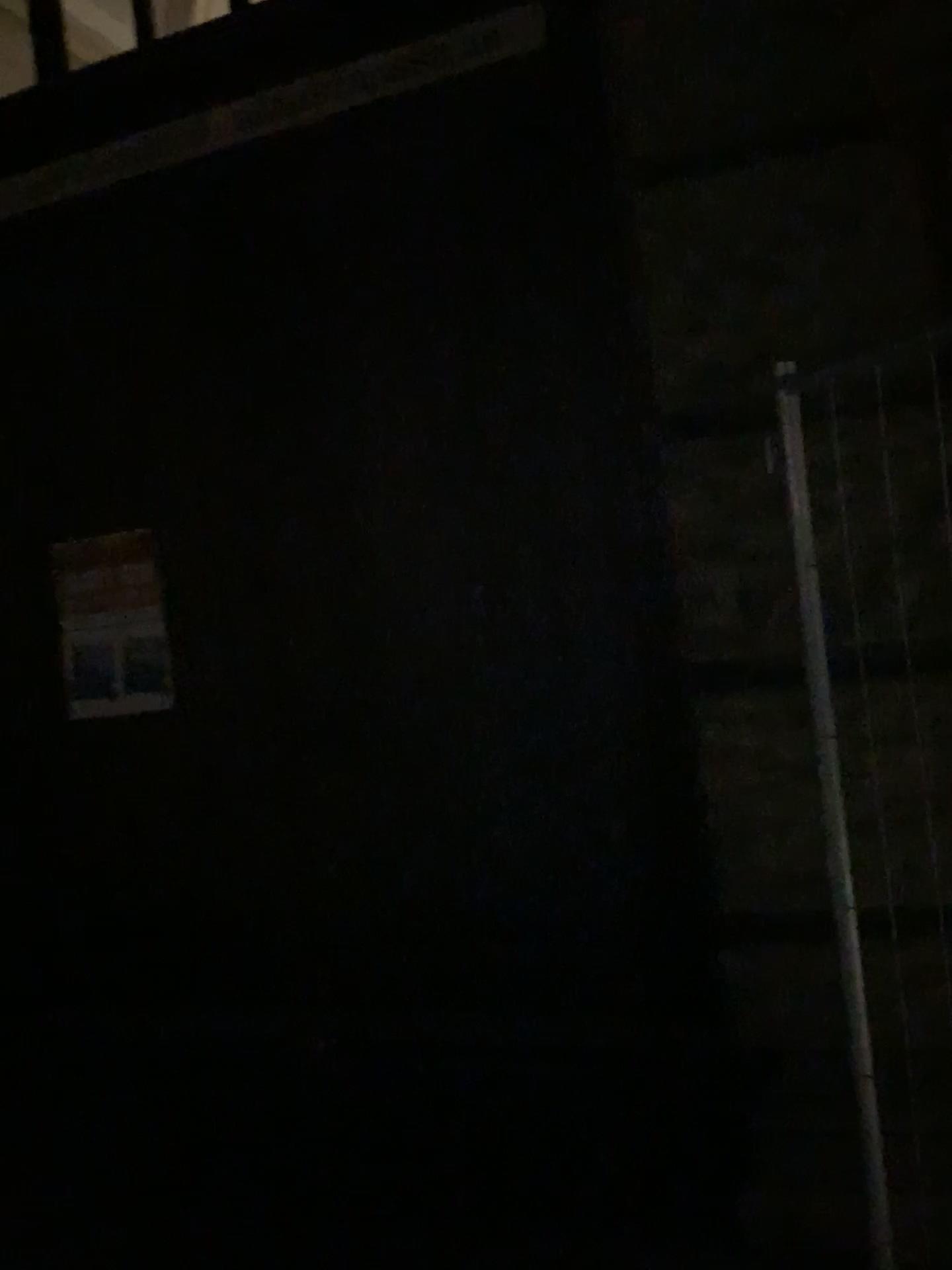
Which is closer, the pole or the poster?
the pole

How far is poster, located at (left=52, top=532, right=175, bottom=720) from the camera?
3.47m

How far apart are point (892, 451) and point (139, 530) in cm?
243

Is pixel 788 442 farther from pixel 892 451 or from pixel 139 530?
pixel 139 530

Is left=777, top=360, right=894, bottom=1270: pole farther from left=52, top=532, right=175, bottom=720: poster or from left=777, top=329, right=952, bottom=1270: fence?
left=52, top=532, right=175, bottom=720: poster

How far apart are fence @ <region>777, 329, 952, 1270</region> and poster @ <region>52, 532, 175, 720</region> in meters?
2.2

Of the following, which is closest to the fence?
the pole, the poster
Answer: the pole

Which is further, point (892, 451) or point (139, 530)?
point (139, 530)

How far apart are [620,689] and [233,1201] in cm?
159
